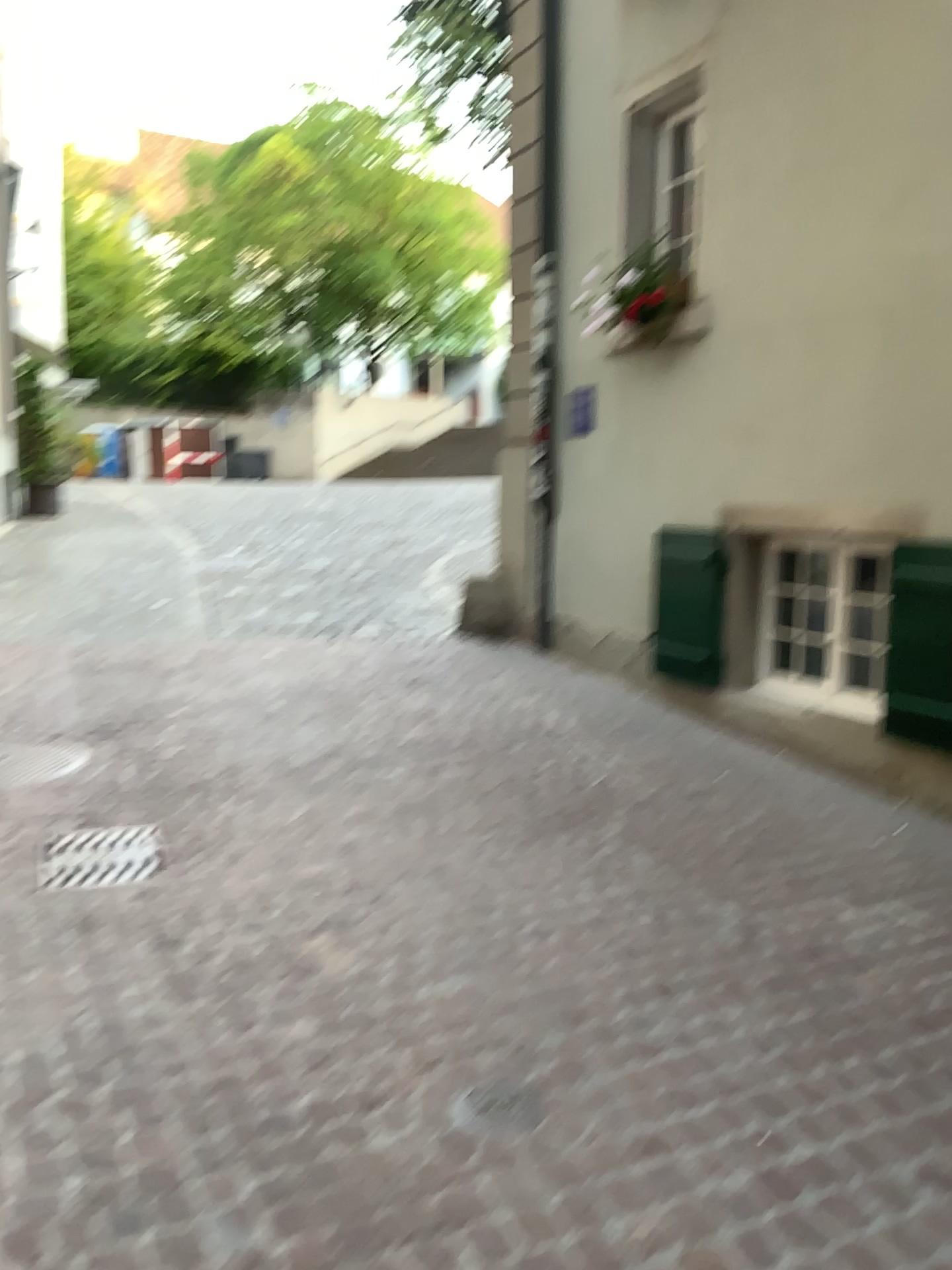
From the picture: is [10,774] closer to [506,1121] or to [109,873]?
[109,873]

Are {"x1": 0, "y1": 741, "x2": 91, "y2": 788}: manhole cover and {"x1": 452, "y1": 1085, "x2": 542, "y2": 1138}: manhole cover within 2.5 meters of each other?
no

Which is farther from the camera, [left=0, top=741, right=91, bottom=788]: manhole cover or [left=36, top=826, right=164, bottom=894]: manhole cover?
[left=0, top=741, right=91, bottom=788]: manhole cover

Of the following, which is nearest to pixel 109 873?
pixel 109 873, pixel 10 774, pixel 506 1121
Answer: pixel 109 873

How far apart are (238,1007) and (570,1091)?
0.9m

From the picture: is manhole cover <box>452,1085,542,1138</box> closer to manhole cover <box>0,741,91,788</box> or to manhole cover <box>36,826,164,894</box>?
manhole cover <box>36,826,164,894</box>

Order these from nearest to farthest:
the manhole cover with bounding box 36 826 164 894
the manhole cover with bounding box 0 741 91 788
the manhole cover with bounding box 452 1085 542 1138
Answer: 1. the manhole cover with bounding box 452 1085 542 1138
2. the manhole cover with bounding box 36 826 164 894
3. the manhole cover with bounding box 0 741 91 788

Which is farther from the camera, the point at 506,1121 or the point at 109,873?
the point at 109,873

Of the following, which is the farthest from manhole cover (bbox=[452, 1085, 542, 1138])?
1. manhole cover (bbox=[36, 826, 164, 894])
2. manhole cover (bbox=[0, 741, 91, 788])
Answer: manhole cover (bbox=[0, 741, 91, 788])

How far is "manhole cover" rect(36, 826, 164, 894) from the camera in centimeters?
365cm
